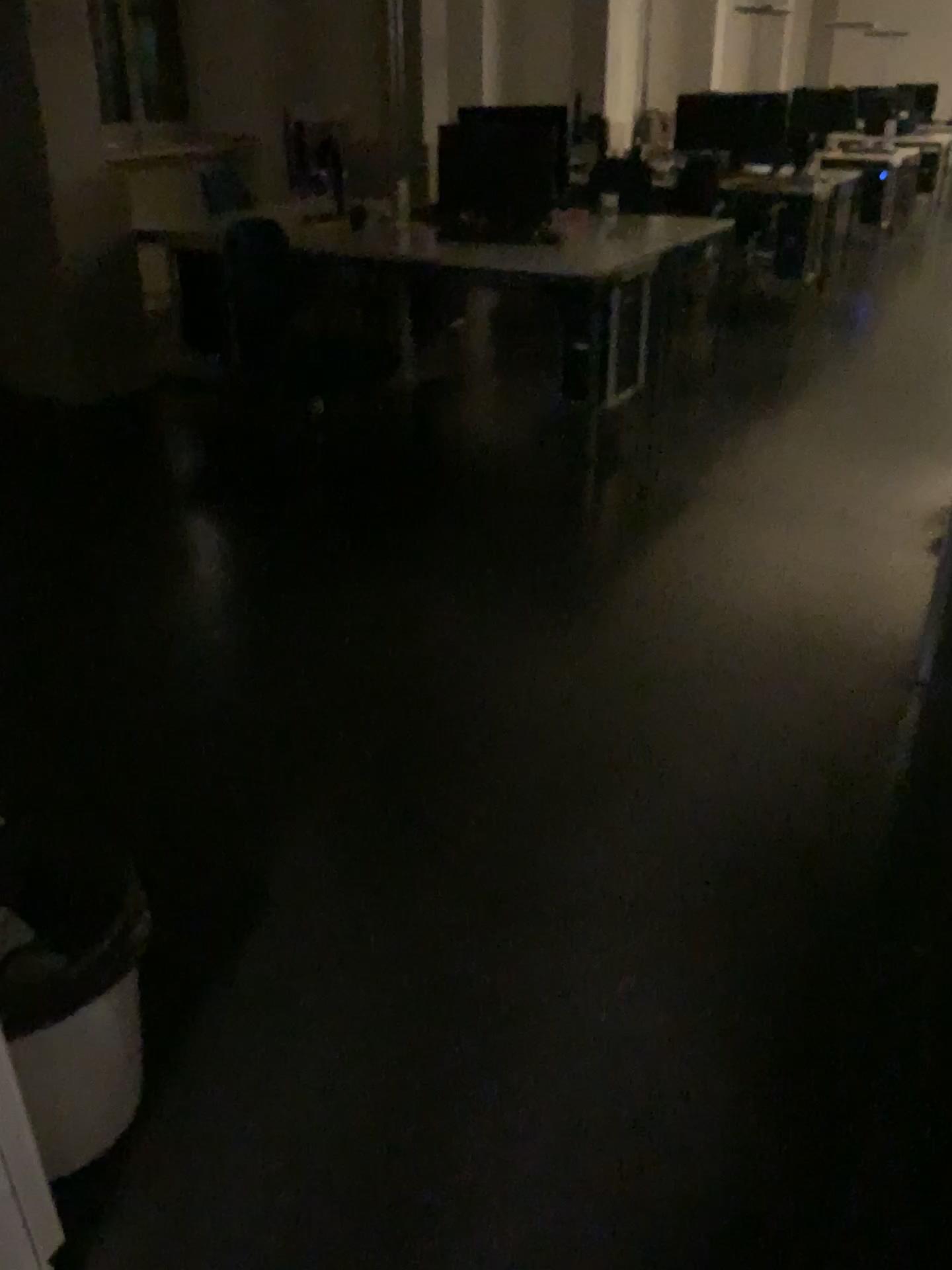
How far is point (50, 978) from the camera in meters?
1.3 m

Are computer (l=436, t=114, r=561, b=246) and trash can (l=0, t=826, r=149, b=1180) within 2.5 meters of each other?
no

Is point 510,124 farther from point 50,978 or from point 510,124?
point 50,978

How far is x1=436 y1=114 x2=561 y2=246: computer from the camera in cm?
463

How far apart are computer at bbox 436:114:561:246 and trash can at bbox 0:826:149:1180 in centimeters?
382cm

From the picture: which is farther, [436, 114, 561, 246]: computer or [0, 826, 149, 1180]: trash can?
[436, 114, 561, 246]: computer

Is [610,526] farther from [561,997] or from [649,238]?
[561,997]

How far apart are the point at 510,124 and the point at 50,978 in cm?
429

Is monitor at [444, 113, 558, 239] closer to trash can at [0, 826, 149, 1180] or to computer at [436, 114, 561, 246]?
computer at [436, 114, 561, 246]

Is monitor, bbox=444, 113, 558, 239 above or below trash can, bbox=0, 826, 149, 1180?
above
